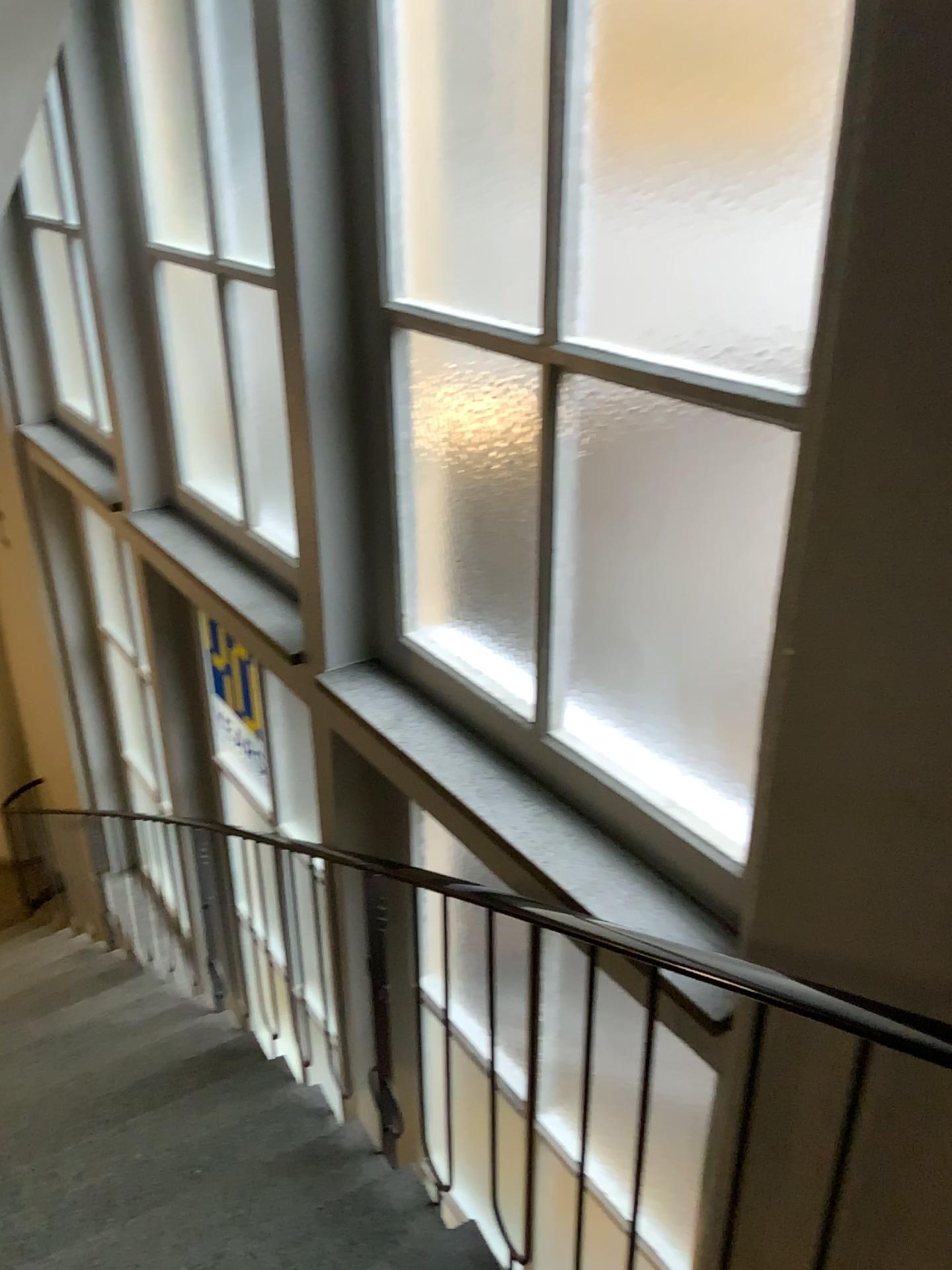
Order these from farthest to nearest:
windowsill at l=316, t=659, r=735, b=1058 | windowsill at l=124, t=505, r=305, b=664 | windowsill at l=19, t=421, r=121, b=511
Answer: windowsill at l=19, t=421, r=121, b=511 → windowsill at l=124, t=505, r=305, b=664 → windowsill at l=316, t=659, r=735, b=1058

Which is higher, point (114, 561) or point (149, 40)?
point (149, 40)

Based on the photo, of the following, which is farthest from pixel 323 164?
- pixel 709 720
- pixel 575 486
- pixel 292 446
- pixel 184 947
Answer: pixel 184 947

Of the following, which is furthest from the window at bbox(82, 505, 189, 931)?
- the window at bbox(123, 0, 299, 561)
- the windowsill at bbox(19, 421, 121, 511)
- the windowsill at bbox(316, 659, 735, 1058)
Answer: the windowsill at bbox(316, 659, 735, 1058)

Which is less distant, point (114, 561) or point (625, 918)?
point (625, 918)

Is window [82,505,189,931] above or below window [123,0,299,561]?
below

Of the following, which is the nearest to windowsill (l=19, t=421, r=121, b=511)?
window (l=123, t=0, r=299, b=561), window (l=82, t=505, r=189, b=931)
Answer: window (l=82, t=505, r=189, b=931)

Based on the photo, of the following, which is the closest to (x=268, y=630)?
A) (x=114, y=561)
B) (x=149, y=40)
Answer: (x=114, y=561)

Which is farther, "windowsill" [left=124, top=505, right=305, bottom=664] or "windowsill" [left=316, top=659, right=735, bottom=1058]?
"windowsill" [left=124, top=505, right=305, bottom=664]

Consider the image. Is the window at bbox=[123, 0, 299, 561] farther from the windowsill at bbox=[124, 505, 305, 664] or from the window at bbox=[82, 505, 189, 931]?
the window at bbox=[82, 505, 189, 931]
